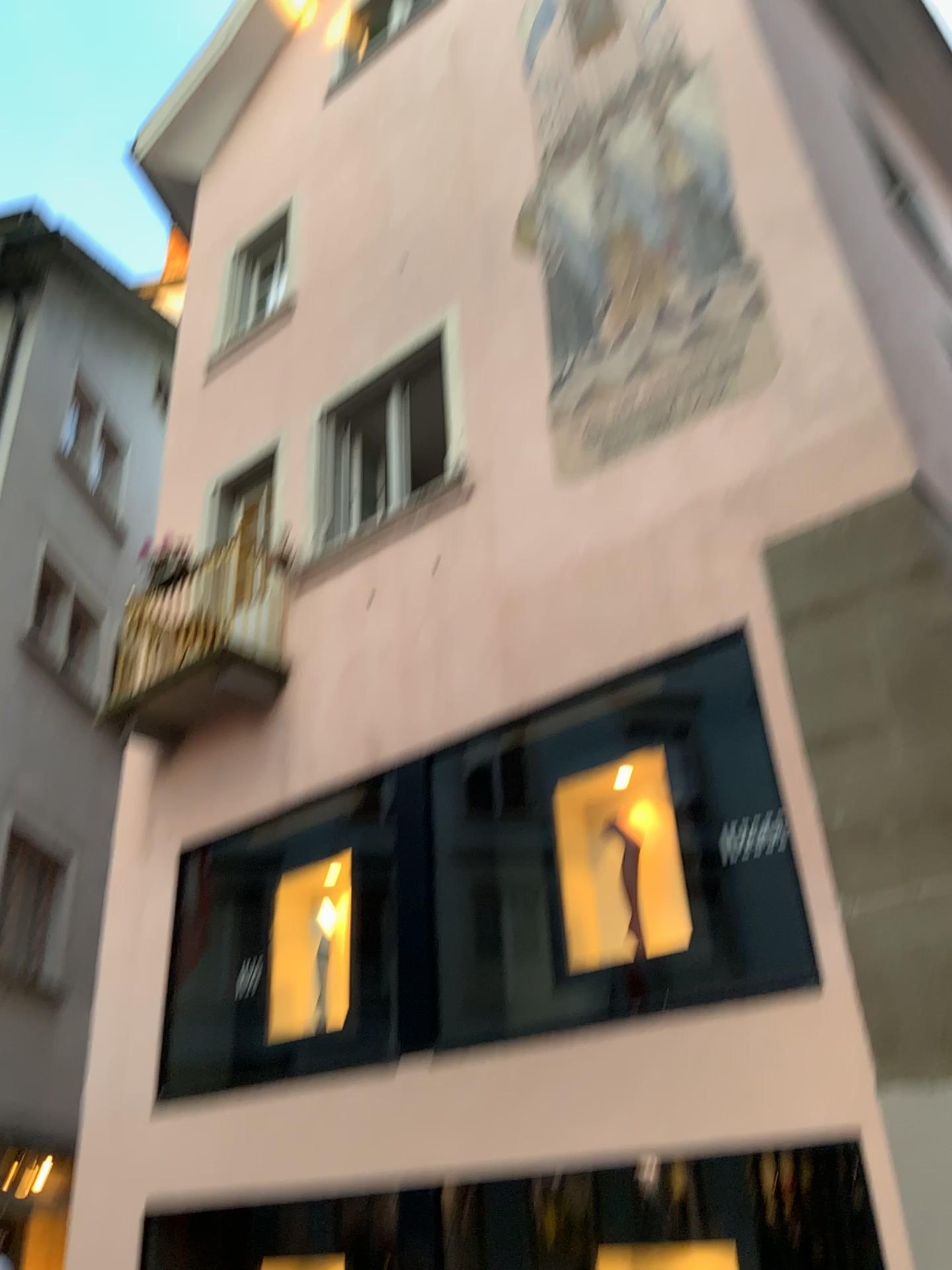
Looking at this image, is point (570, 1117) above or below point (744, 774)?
below
